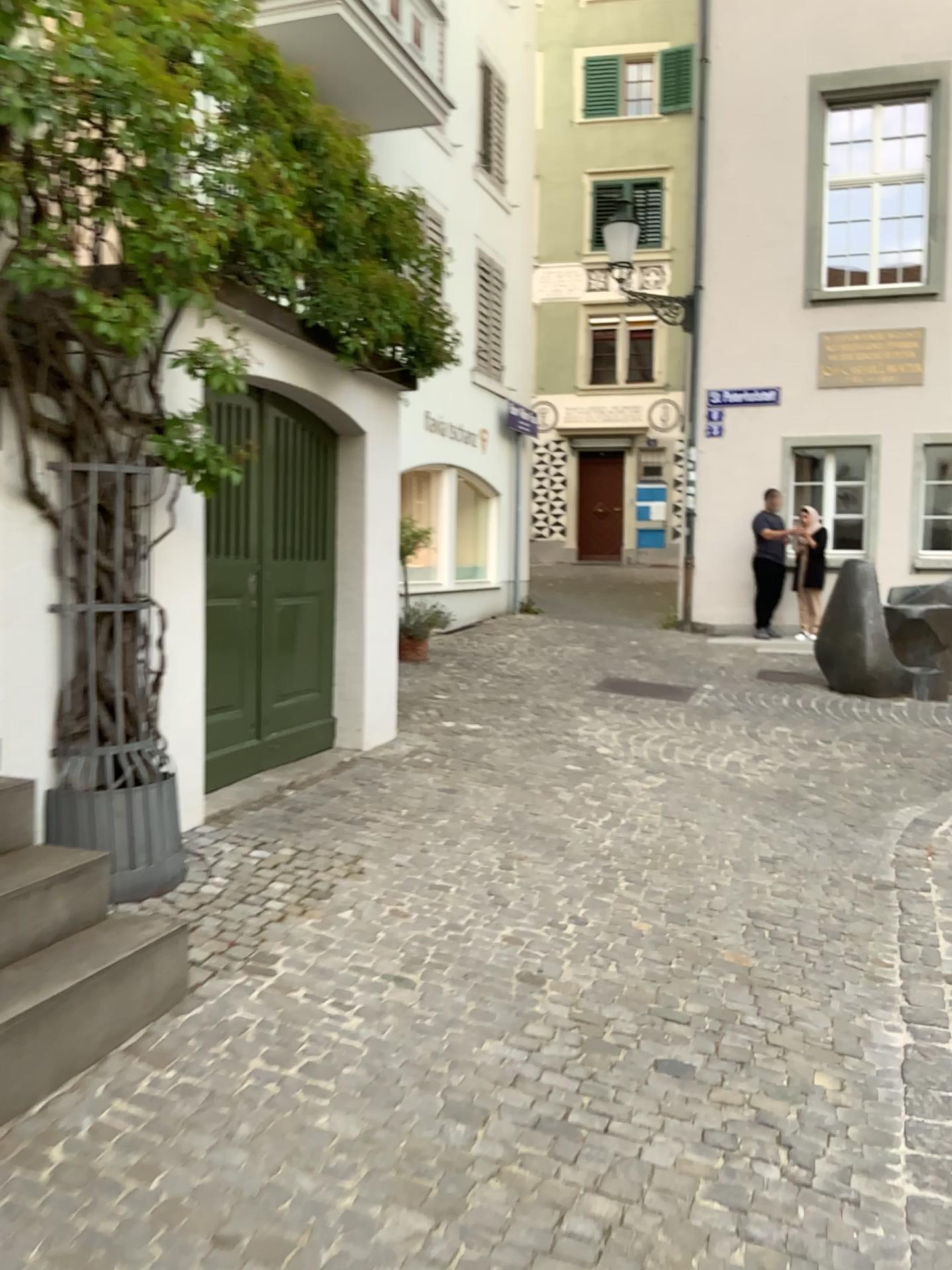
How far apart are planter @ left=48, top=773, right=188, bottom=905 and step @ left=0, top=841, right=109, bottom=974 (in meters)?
0.38

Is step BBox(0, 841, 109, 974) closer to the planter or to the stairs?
the stairs

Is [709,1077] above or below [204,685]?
below

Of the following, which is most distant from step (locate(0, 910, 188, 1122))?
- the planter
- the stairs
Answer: the planter

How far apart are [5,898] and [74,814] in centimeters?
81cm

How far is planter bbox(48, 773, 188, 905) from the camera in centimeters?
349cm

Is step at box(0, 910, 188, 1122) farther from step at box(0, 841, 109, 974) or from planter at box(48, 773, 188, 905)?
planter at box(48, 773, 188, 905)

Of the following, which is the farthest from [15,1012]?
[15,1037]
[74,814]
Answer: [74,814]

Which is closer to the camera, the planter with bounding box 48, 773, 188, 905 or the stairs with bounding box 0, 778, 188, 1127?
the stairs with bounding box 0, 778, 188, 1127

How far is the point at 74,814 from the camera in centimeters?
349cm
